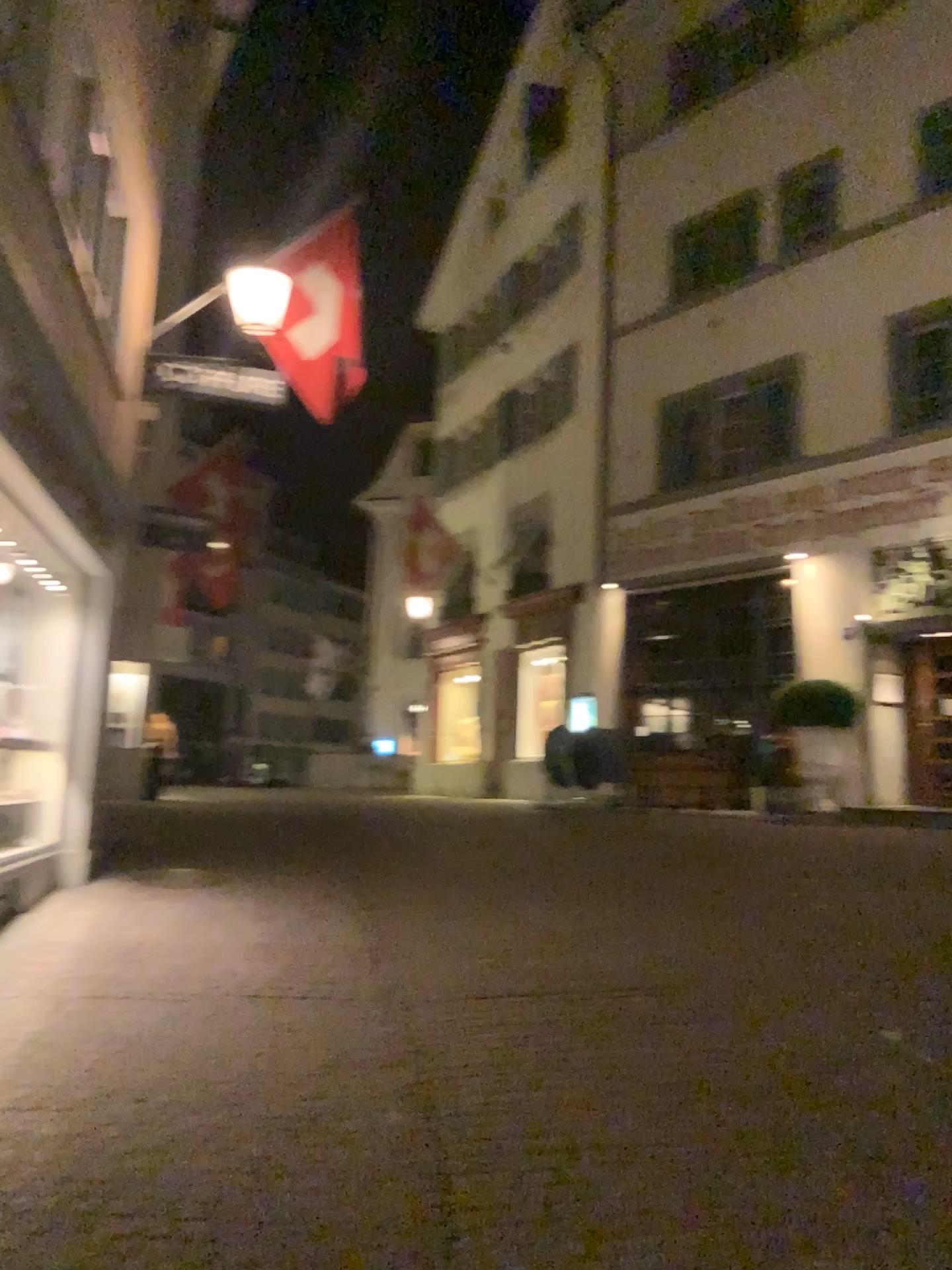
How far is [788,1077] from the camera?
4.0m
